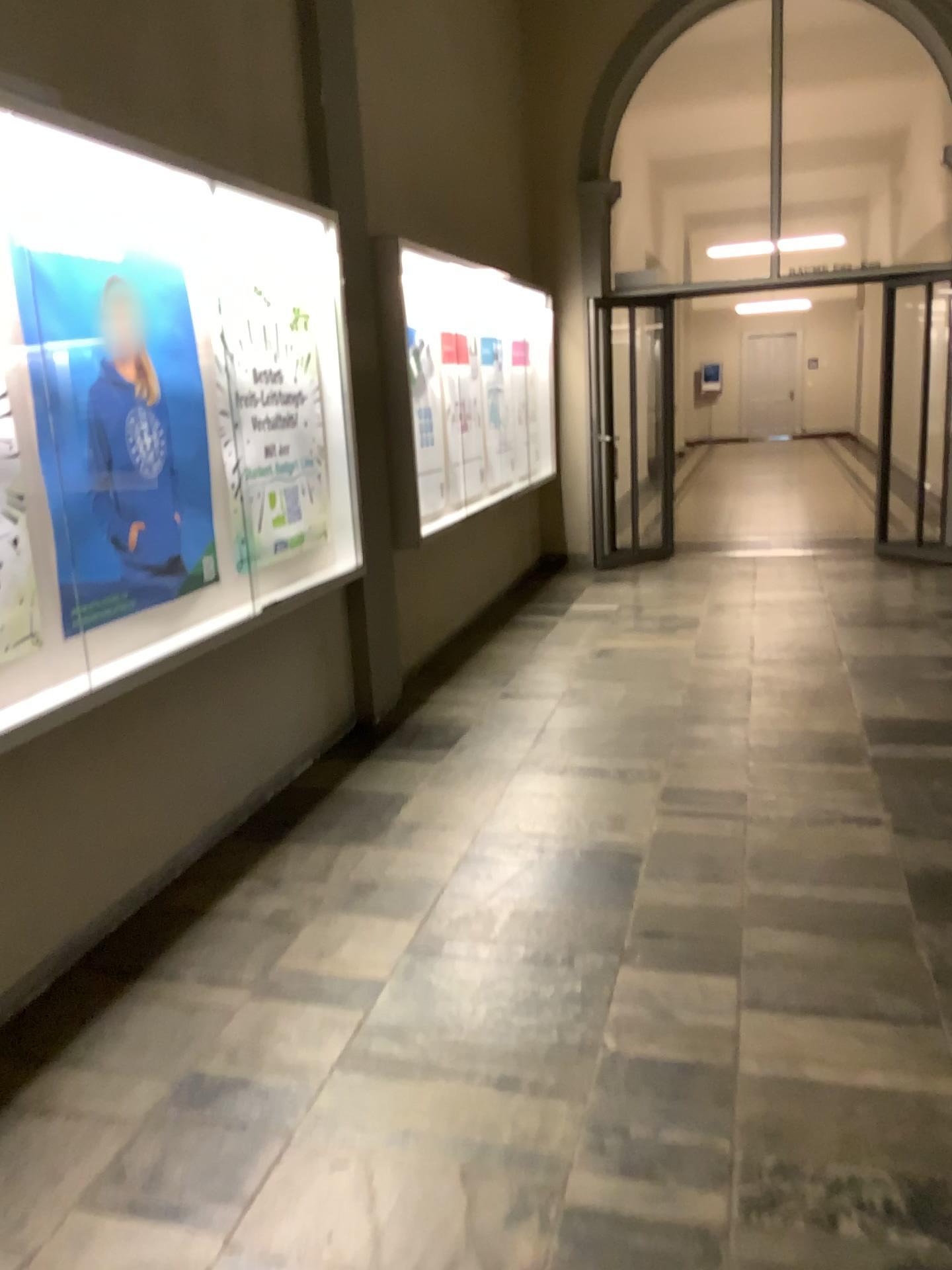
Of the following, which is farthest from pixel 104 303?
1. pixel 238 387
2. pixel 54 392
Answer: pixel 238 387

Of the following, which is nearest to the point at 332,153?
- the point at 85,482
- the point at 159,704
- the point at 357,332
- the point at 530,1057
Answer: the point at 357,332

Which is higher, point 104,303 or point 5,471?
point 104,303

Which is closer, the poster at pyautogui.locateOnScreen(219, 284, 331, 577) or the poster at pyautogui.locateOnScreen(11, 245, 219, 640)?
the poster at pyautogui.locateOnScreen(11, 245, 219, 640)

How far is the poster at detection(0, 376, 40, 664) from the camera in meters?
2.6 m

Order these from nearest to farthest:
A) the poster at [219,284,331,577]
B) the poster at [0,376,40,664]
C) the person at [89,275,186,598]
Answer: the poster at [0,376,40,664] → the person at [89,275,186,598] → the poster at [219,284,331,577]

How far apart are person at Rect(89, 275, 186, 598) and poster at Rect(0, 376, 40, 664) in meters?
0.3 m

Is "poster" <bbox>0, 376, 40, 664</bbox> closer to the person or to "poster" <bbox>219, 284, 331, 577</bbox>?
the person

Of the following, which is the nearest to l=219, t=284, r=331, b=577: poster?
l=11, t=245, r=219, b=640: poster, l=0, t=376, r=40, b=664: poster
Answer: l=11, t=245, r=219, b=640: poster

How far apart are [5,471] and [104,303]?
0.7 meters
